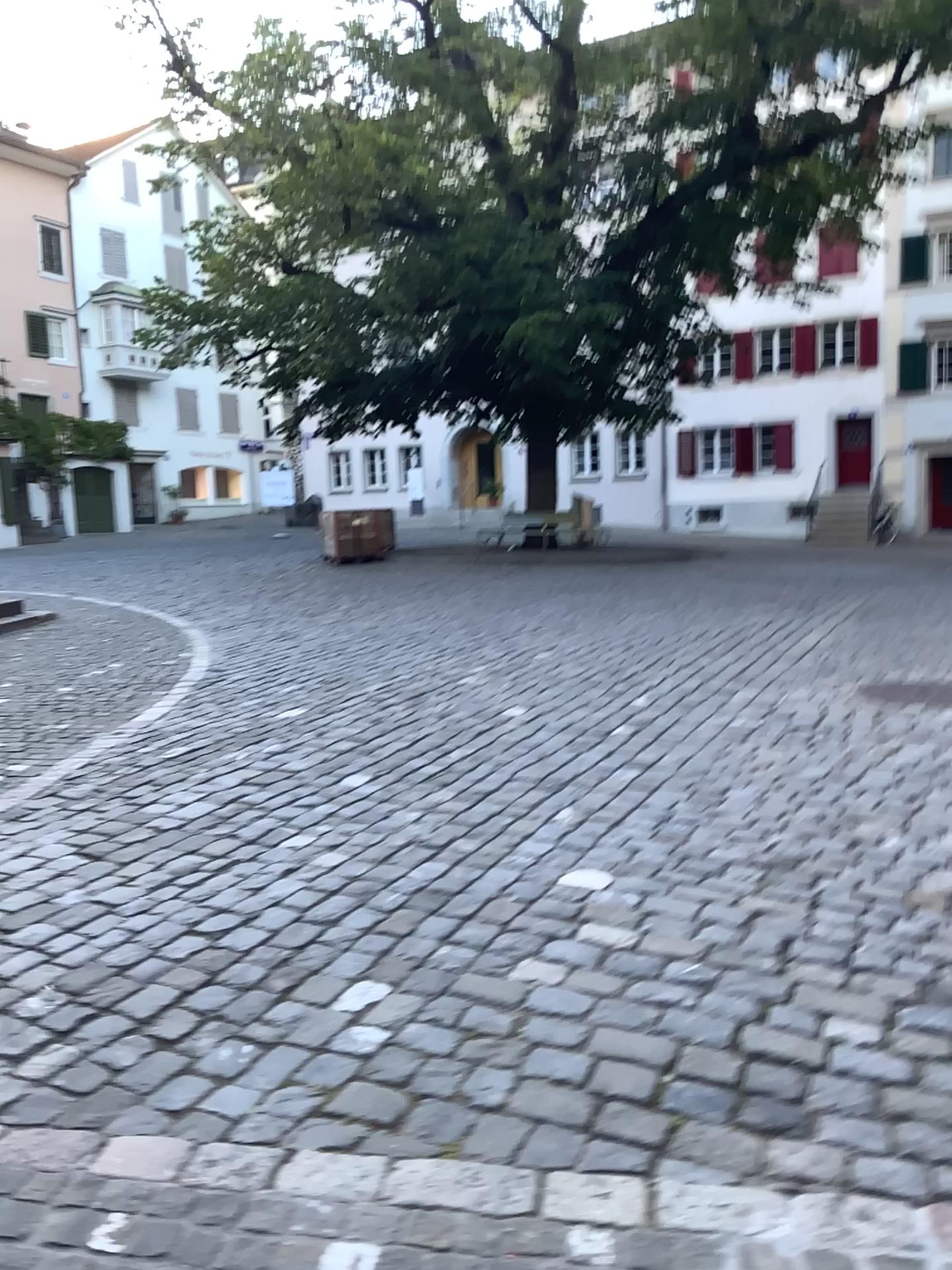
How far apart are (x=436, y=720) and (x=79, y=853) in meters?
2.2 m
